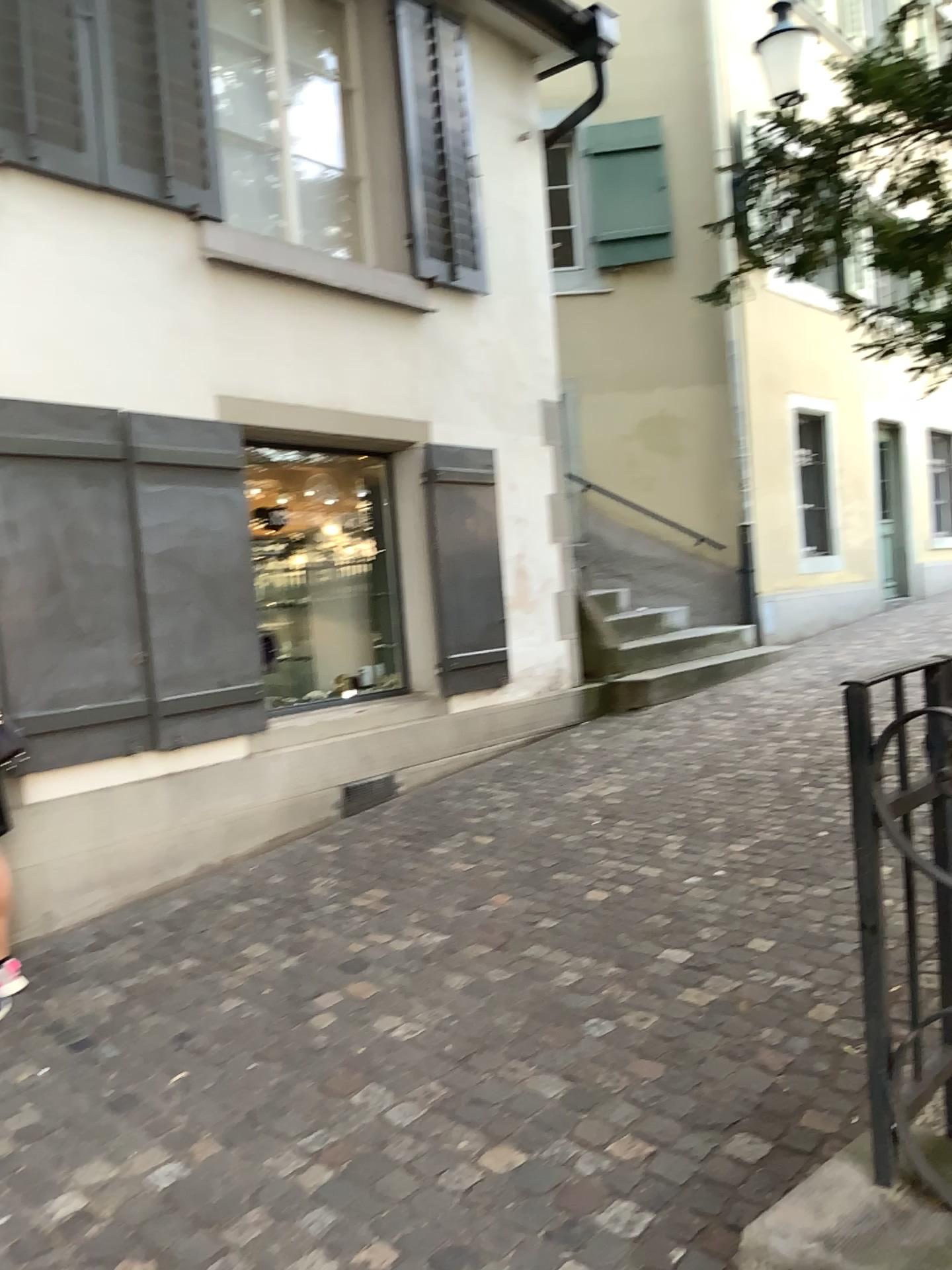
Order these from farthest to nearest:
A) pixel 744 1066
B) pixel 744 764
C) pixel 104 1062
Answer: pixel 744 764, pixel 104 1062, pixel 744 1066
